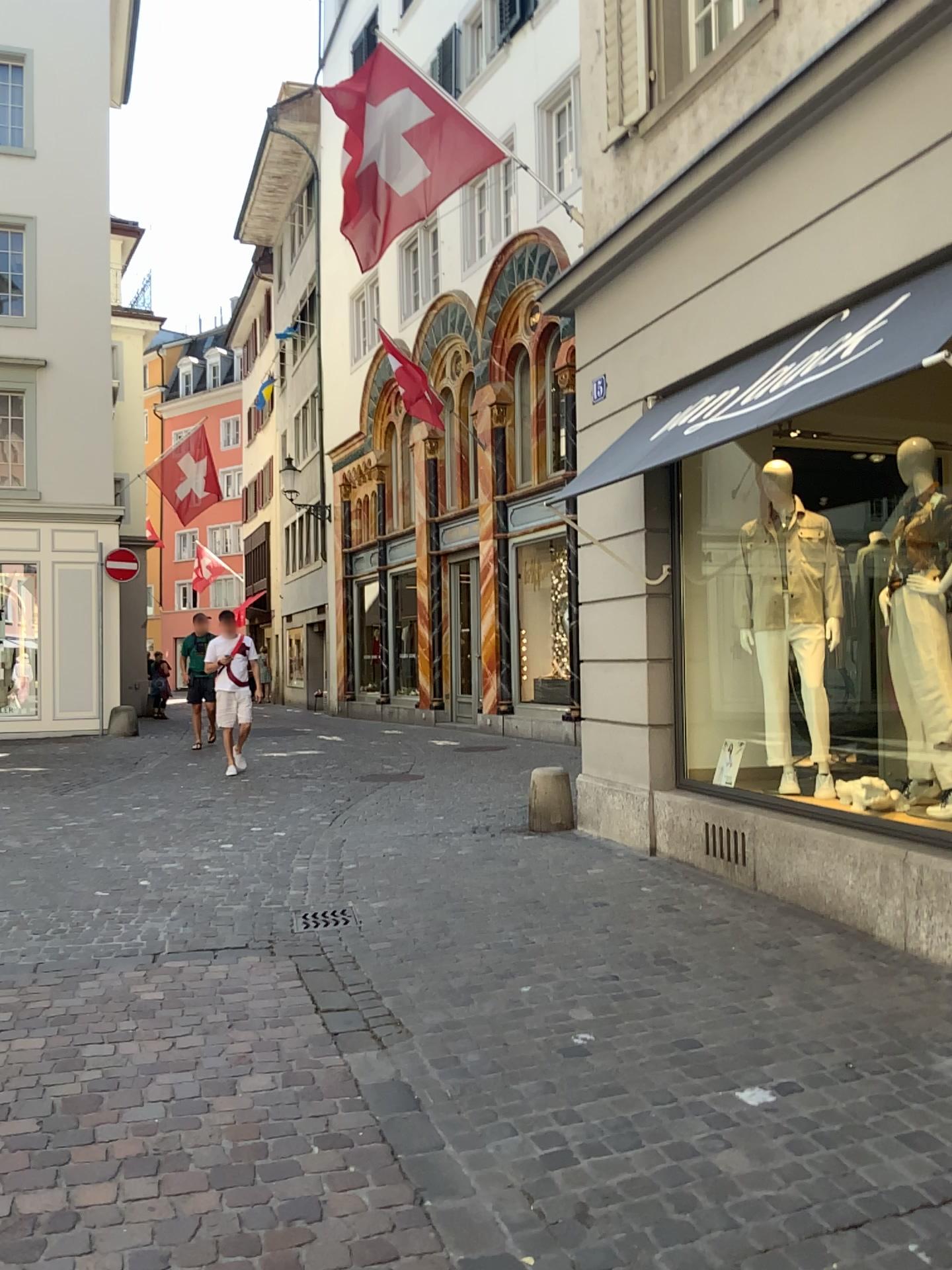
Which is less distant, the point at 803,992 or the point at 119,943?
the point at 803,992
